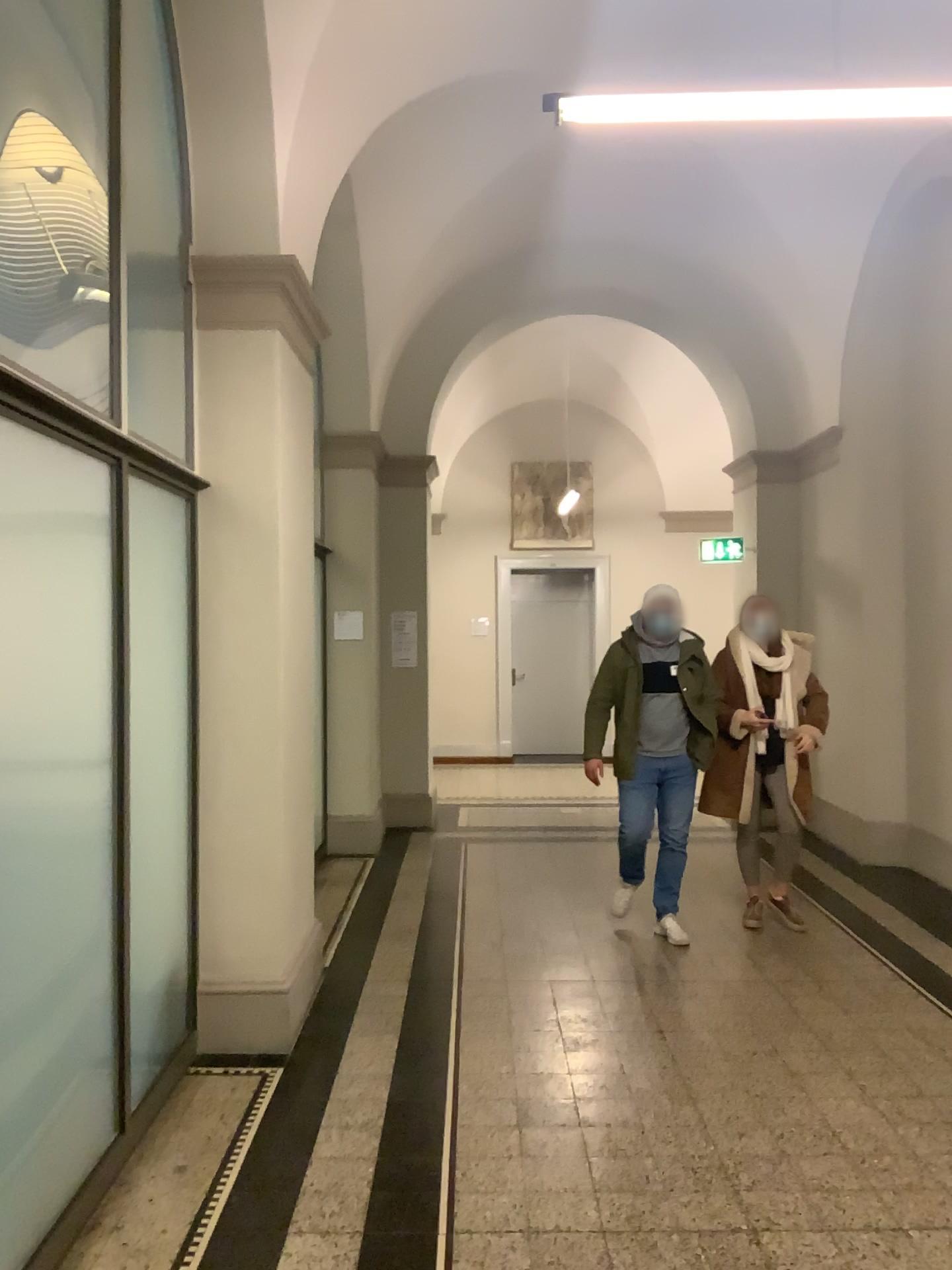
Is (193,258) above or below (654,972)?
above
